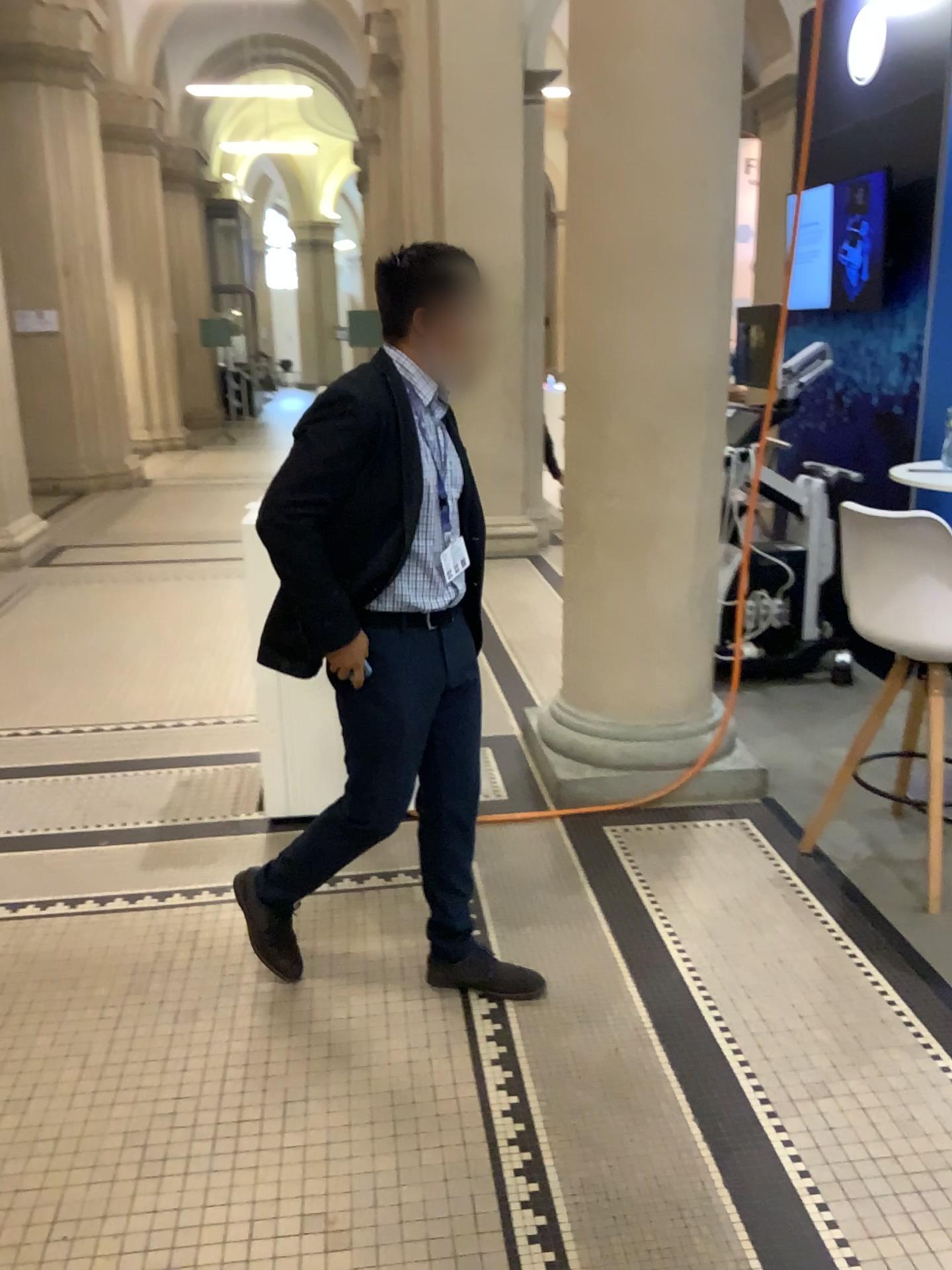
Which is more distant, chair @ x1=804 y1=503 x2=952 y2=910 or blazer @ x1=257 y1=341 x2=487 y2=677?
chair @ x1=804 y1=503 x2=952 y2=910

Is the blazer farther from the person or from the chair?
the chair

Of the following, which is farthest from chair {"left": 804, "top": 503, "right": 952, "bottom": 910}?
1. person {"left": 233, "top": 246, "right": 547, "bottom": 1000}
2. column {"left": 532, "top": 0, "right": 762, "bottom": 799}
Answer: person {"left": 233, "top": 246, "right": 547, "bottom": 1000}

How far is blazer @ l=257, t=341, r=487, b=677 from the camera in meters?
2.1

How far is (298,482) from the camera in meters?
2.1

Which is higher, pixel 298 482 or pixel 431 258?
pixel 431 258

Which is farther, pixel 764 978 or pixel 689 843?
pixel 689 843

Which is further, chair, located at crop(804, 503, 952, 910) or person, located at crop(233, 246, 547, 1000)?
chair, located at crop(804, 503, 952, 910)

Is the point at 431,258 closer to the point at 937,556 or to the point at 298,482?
the point at 298,482

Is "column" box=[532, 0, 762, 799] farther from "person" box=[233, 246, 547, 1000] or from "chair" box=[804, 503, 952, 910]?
"person" box=[233, 246, 547, 1000]
